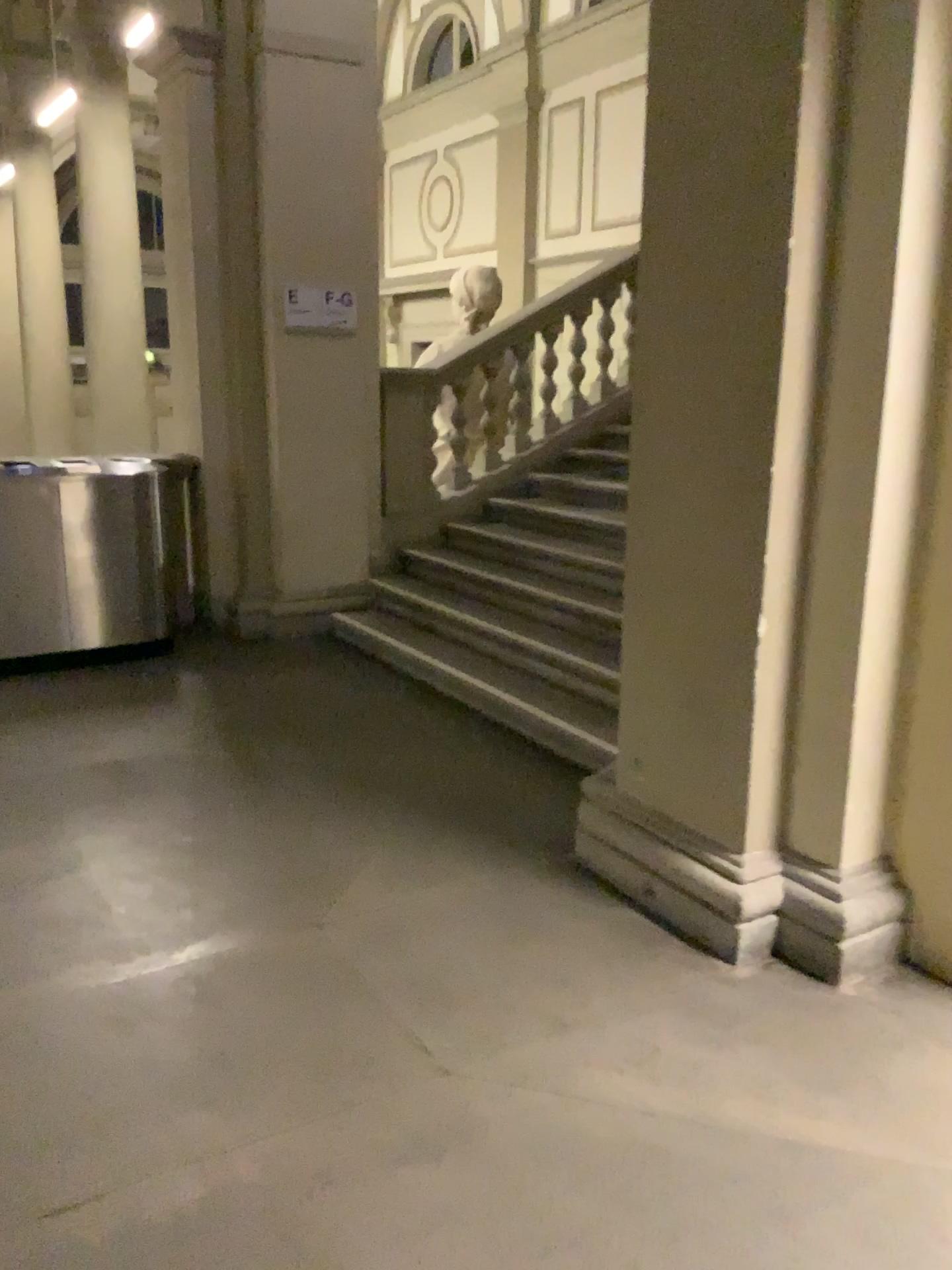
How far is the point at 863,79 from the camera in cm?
239

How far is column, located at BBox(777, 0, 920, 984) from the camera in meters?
2.4

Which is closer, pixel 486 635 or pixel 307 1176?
pixel 307 1176
